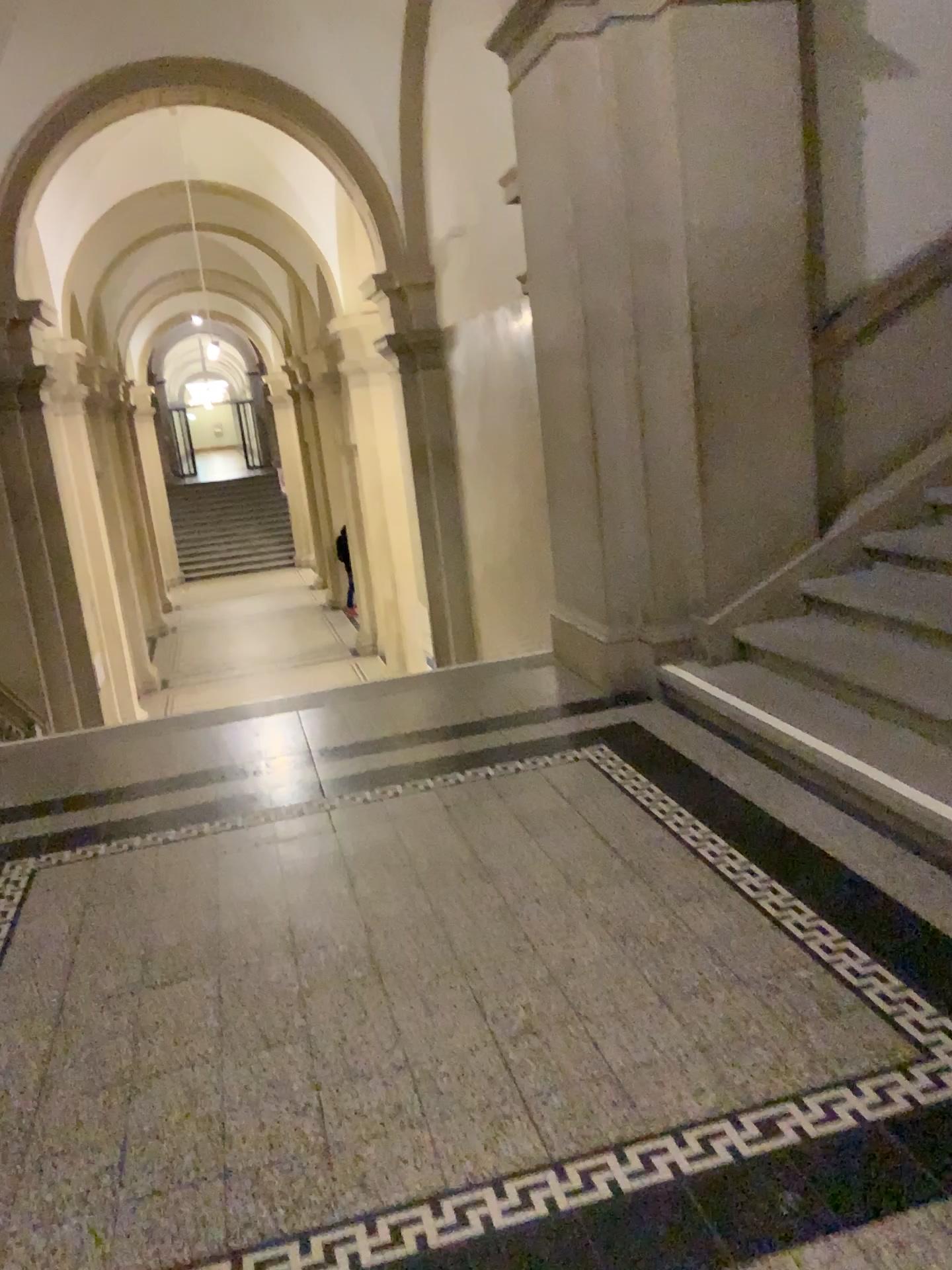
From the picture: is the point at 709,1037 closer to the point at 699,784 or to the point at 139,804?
the point at 699,784
